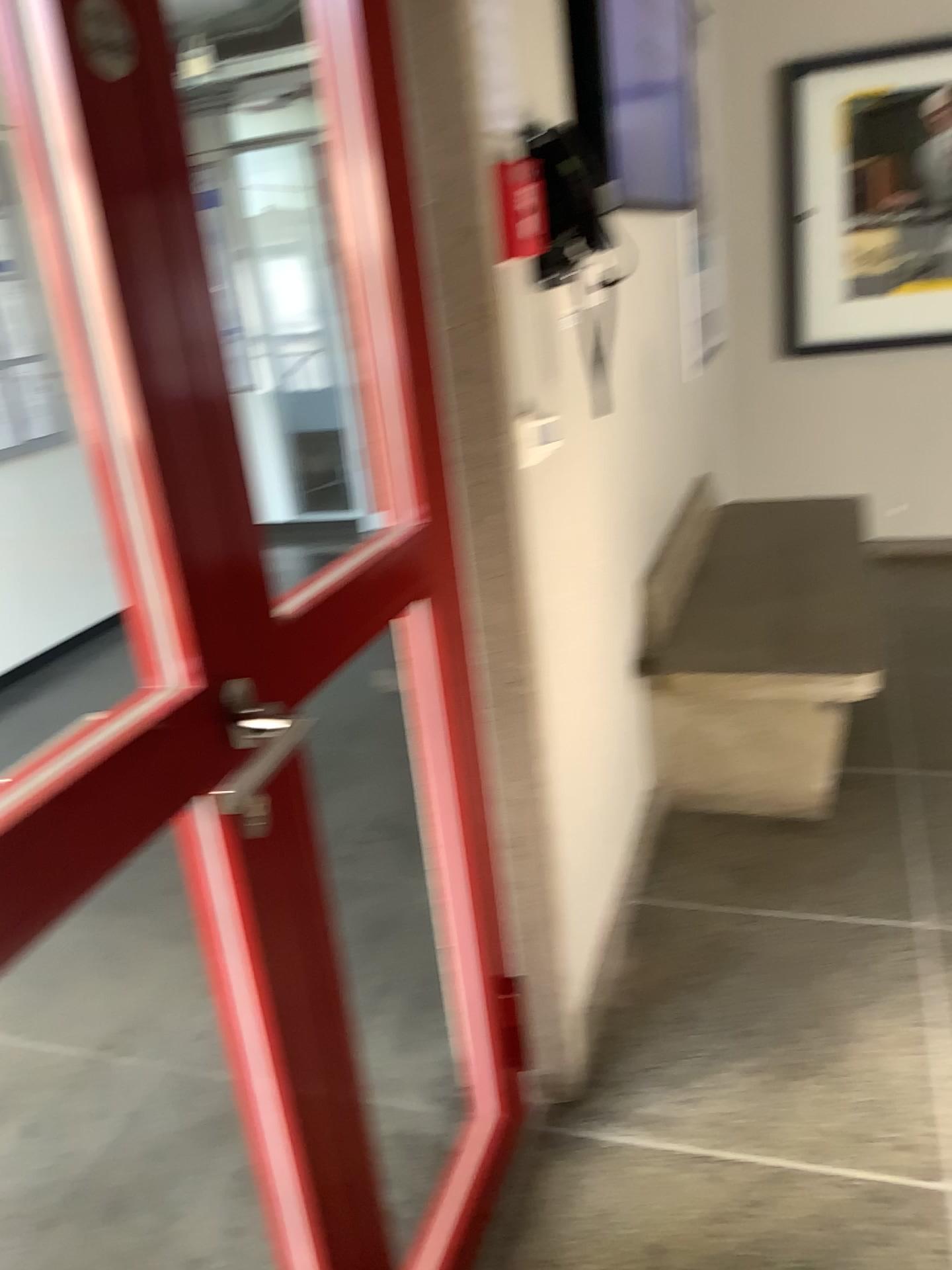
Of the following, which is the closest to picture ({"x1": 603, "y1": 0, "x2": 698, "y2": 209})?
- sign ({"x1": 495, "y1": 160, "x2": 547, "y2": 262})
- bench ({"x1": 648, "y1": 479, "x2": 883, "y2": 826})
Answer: bench ({"x1": 648, "y1": 479, "x2": 883, "y2": 826})

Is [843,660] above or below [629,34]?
below

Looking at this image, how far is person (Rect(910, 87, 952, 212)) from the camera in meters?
4.0

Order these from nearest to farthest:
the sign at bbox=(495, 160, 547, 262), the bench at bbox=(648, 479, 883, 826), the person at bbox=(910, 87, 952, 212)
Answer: the sign at bbox=(495, 160, 547, 262), the bench at bbox=(648, 479, 883, 826), the person at bbox=(910, 87, 952, 212)

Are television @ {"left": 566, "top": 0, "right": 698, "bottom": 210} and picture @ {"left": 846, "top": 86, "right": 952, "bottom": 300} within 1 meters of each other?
yes

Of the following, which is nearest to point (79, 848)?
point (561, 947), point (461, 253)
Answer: point (461, 253)

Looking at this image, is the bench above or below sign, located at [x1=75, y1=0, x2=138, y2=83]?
below

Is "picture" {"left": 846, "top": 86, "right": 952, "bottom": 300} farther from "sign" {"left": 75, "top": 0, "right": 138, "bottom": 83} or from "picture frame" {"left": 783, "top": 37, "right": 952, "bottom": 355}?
"sign" {"left": 75, "top": 0, "right": 138, "bottom": 83}

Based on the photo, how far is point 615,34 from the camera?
4.2 meters

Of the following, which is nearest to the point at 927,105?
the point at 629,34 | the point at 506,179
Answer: the point at 629,34
